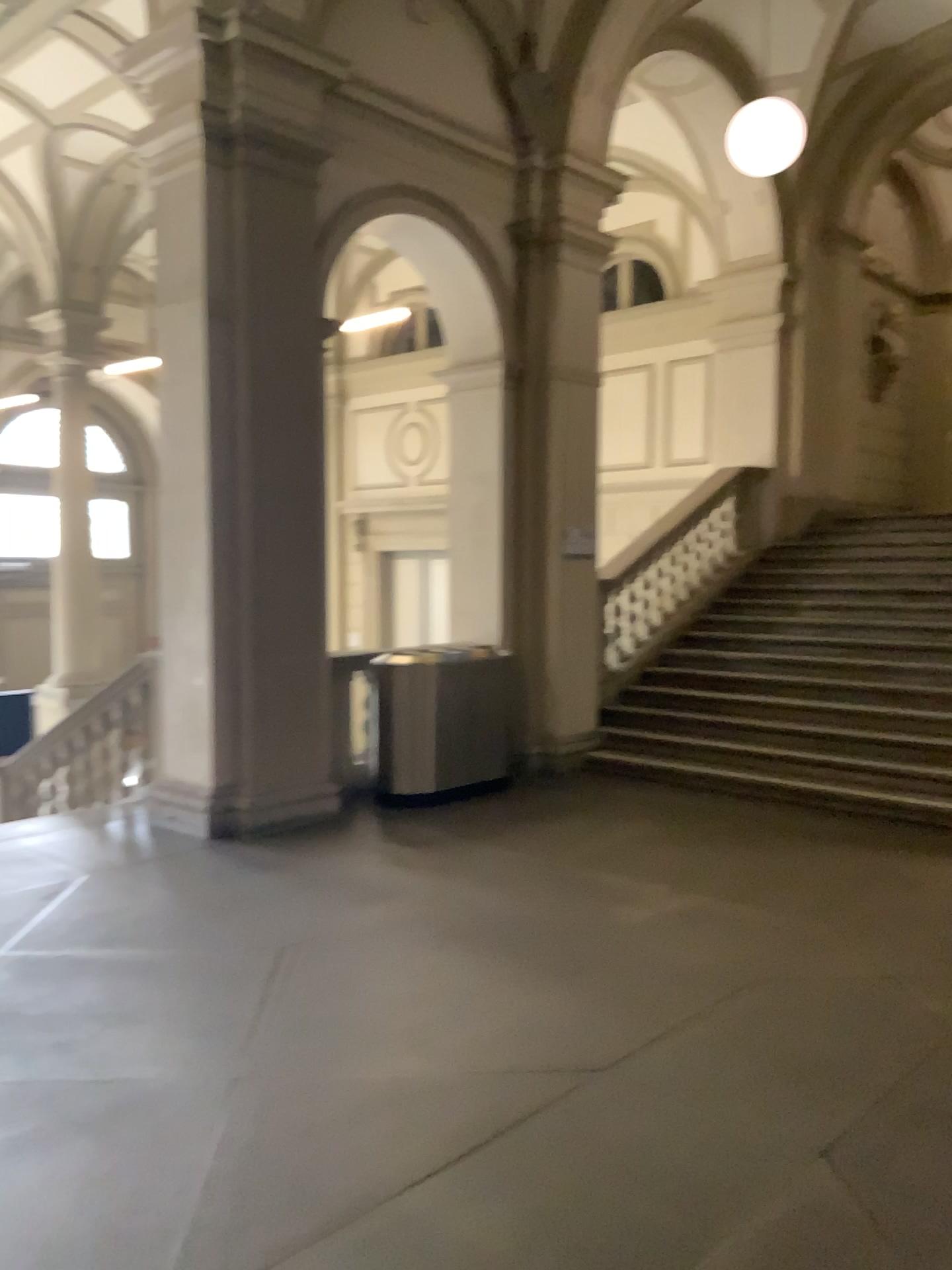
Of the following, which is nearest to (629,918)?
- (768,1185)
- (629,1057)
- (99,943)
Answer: (629,1057)
